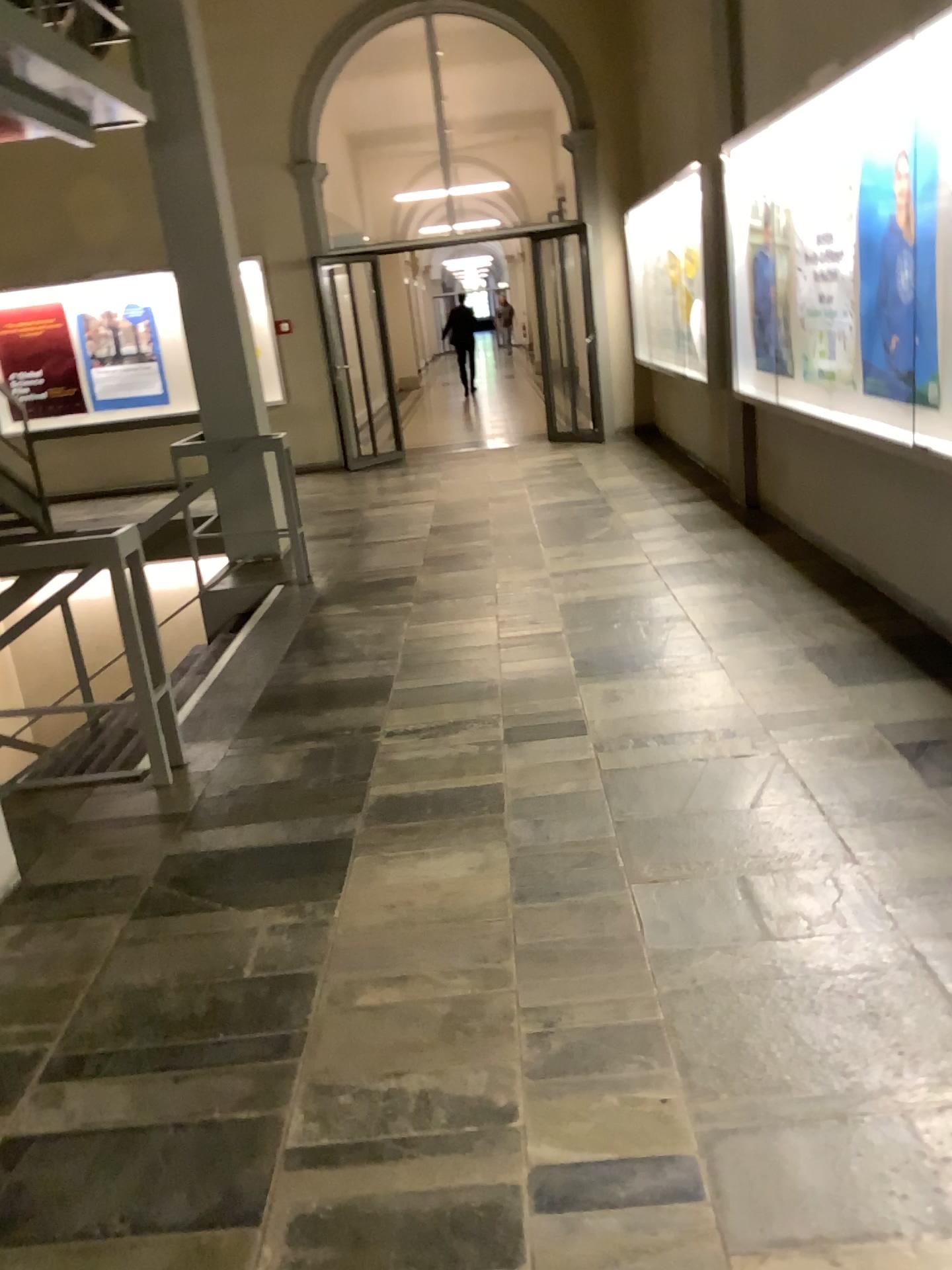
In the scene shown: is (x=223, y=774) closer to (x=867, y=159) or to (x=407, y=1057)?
(x=407, y=1057)
